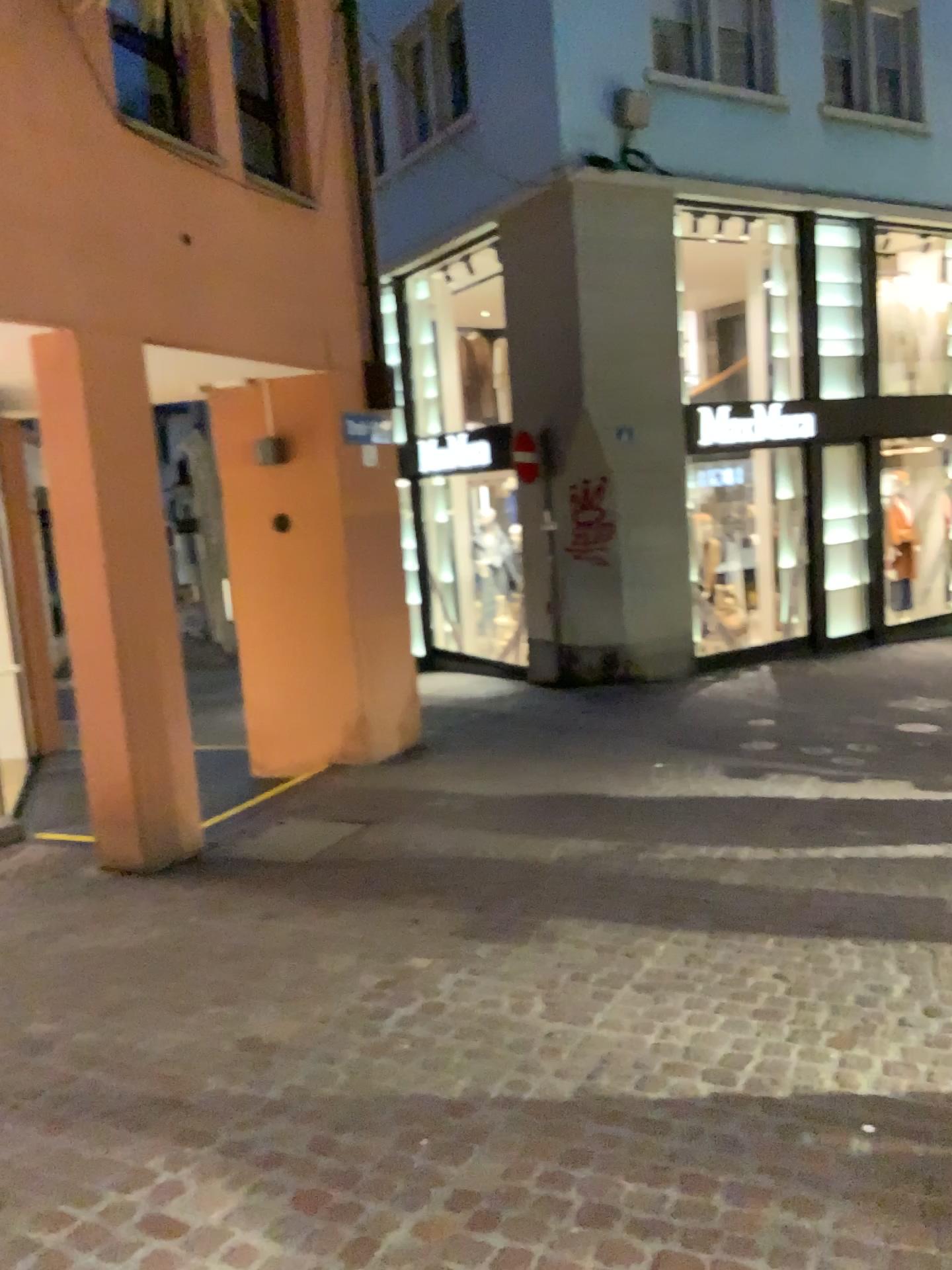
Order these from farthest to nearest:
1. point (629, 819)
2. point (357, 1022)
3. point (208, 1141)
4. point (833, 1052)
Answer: point (629, 819) → point (357, 1022) → point (833, 1052) → point (208, 1141)
